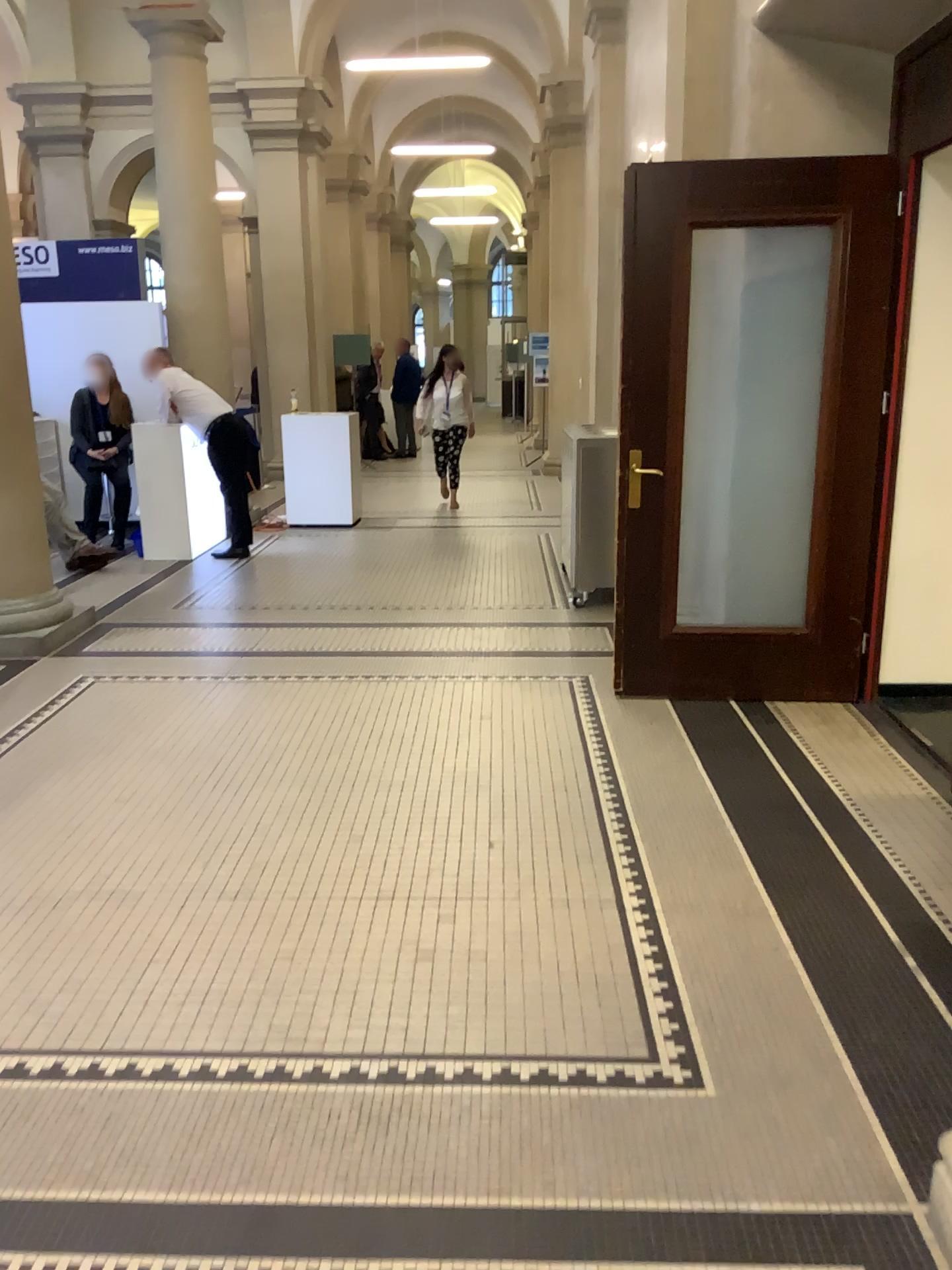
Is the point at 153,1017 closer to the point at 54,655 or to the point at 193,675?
the point at 193,675
